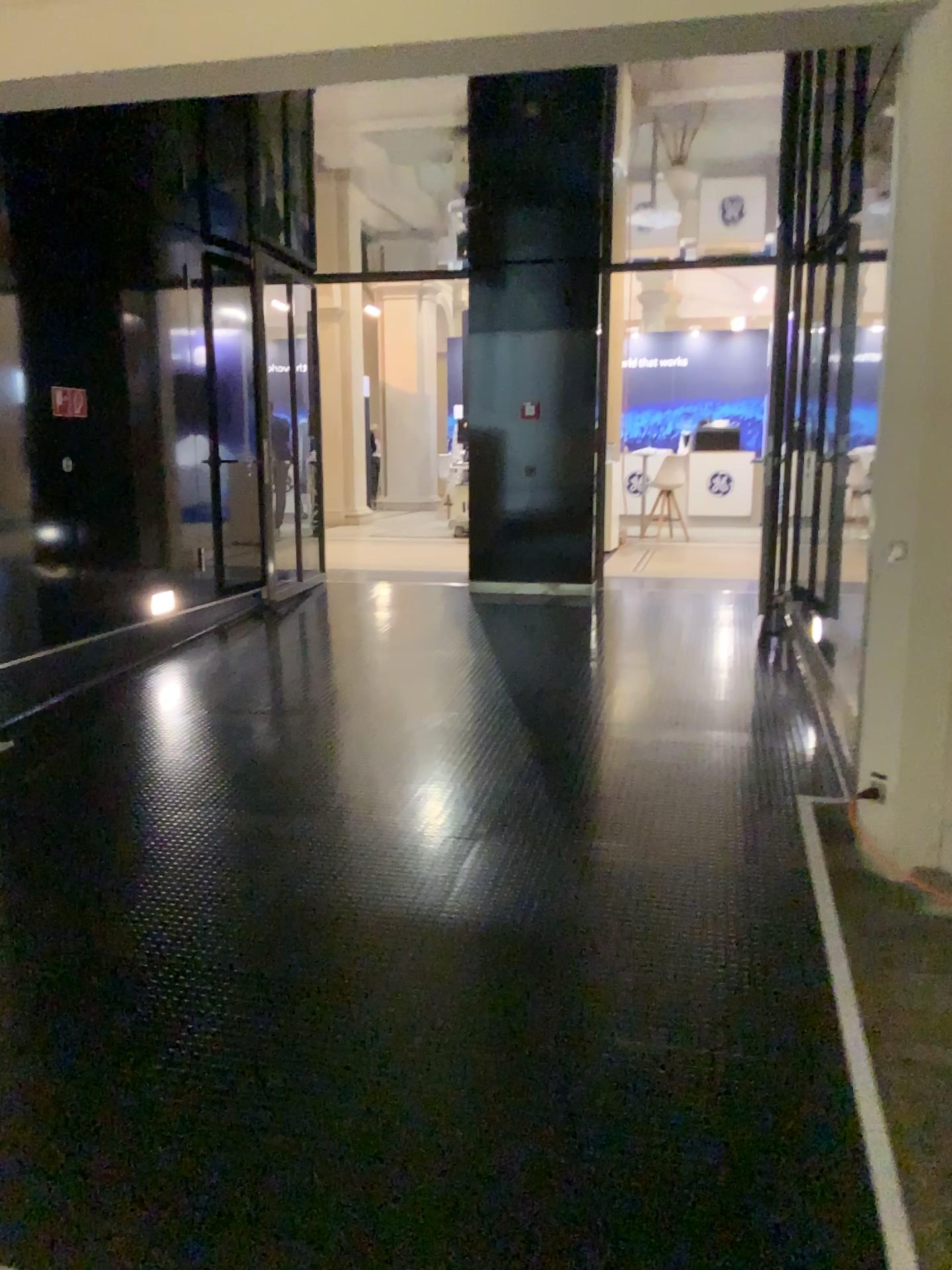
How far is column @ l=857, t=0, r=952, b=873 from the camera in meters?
3.6

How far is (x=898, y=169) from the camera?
3.6 meters

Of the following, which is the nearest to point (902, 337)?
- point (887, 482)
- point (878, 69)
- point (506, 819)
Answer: point (887, 482)
